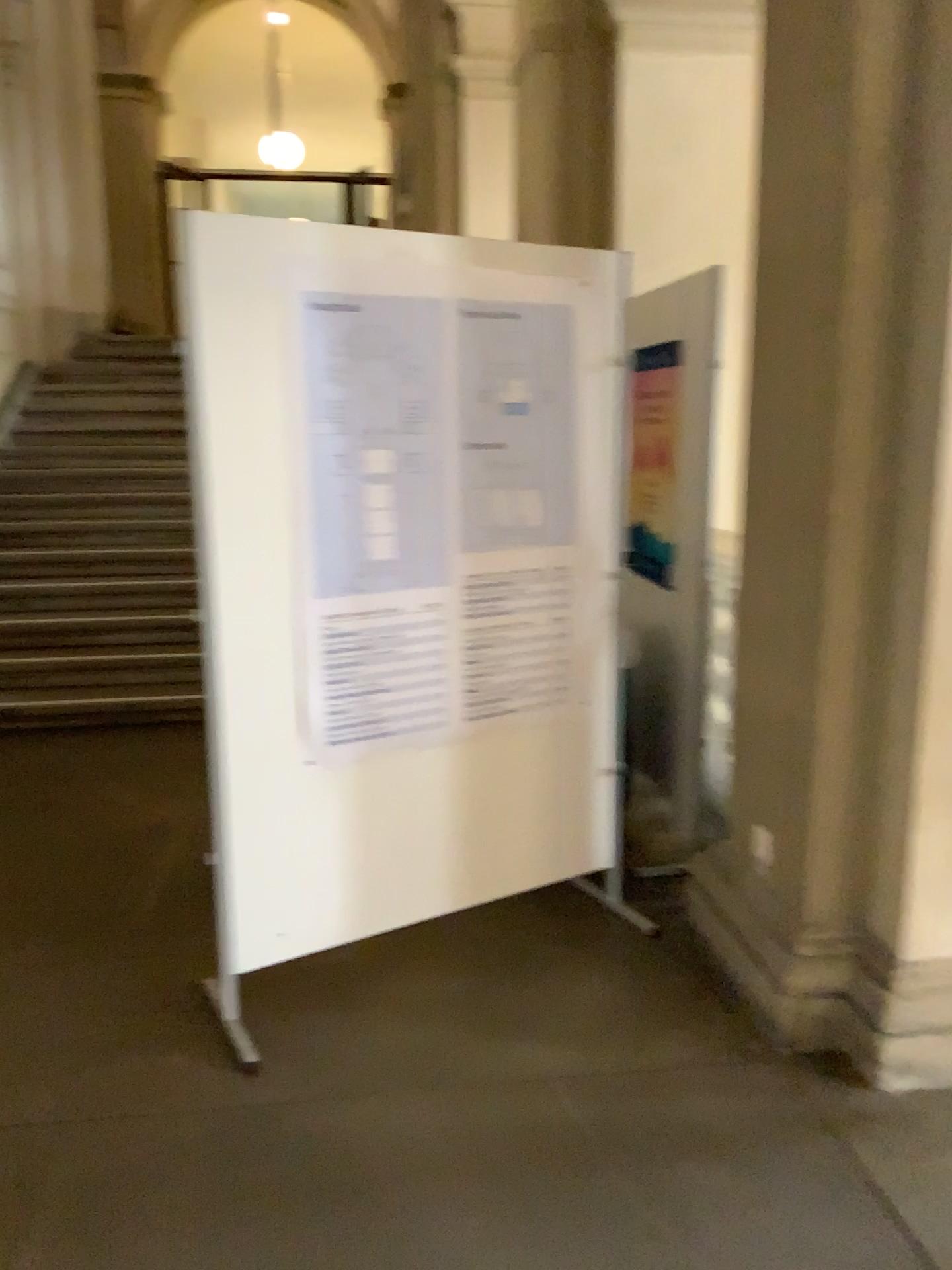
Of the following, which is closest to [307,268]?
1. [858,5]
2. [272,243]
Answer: [272,243]

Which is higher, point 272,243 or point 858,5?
point 858,5

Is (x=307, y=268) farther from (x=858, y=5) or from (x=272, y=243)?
(x=858, y=5)

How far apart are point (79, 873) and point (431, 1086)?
1.71m
